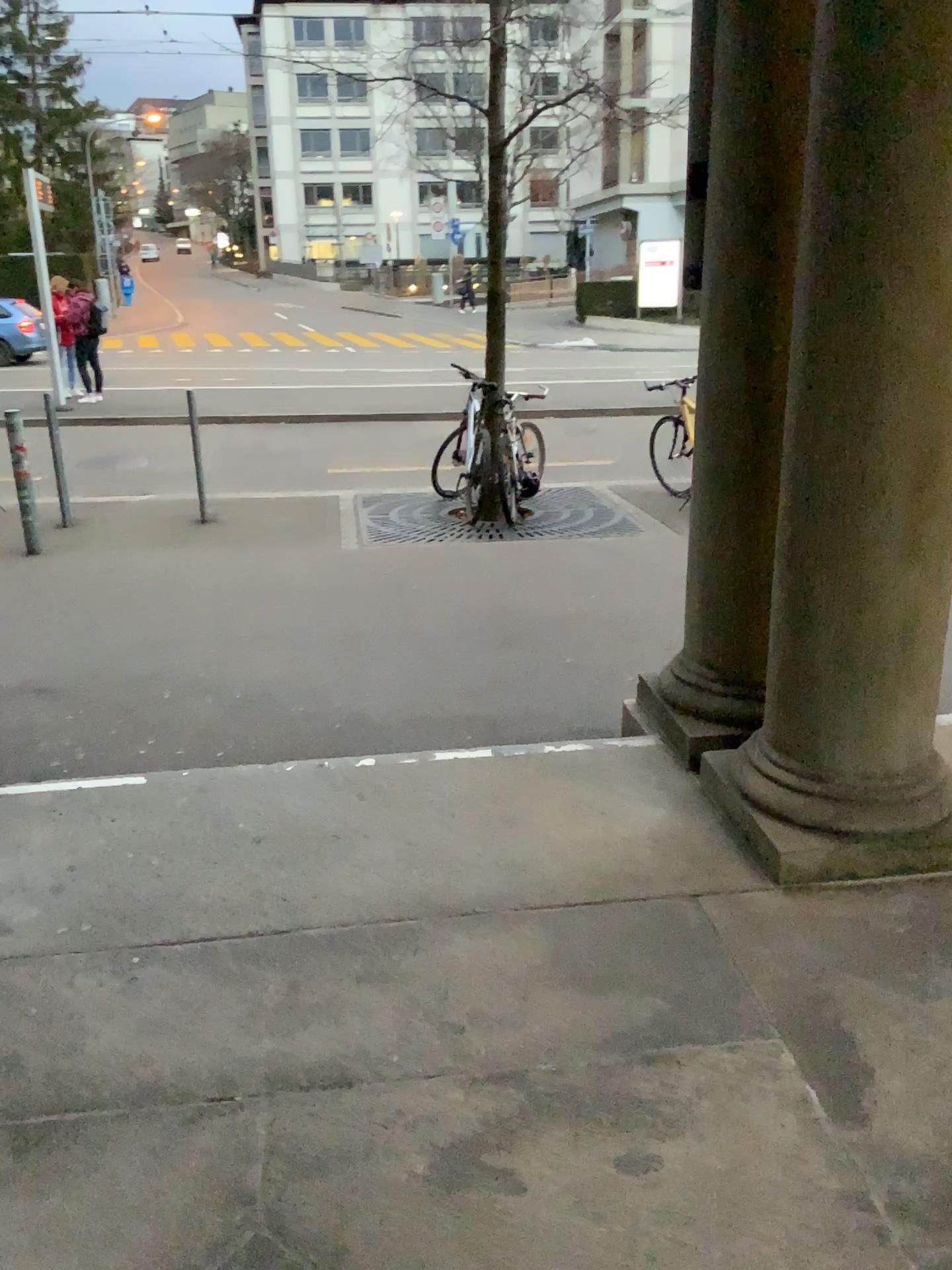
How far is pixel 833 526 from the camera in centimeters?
248cm
